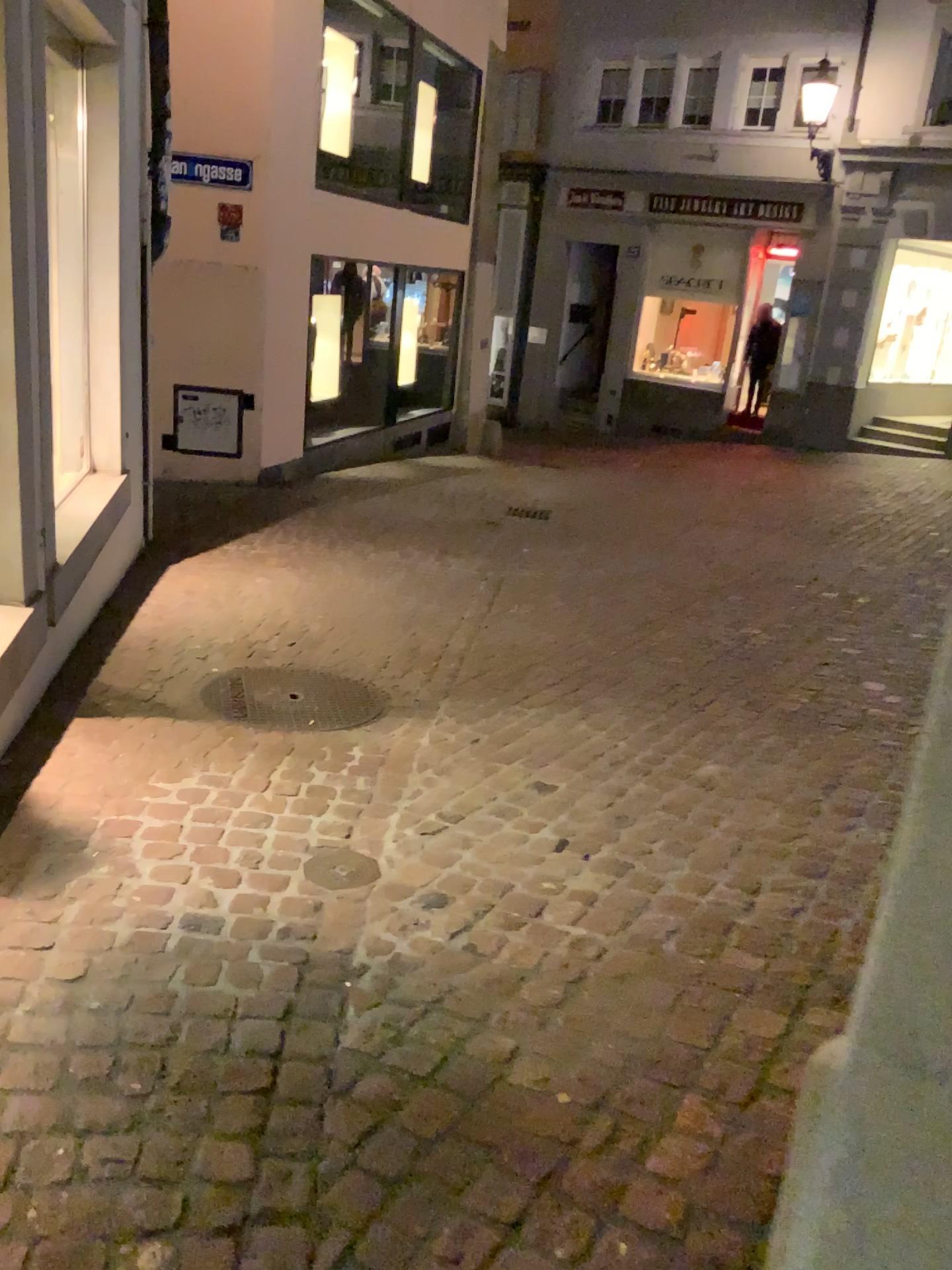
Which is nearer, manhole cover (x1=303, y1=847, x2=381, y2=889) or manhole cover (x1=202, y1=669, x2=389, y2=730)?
manhole cover (x1=303, y1=847, x2=381, y2=889)

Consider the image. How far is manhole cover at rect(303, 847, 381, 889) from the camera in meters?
2.6

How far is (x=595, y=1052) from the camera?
2.0m

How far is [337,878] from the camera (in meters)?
2.60

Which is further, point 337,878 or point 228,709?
point 228,709
